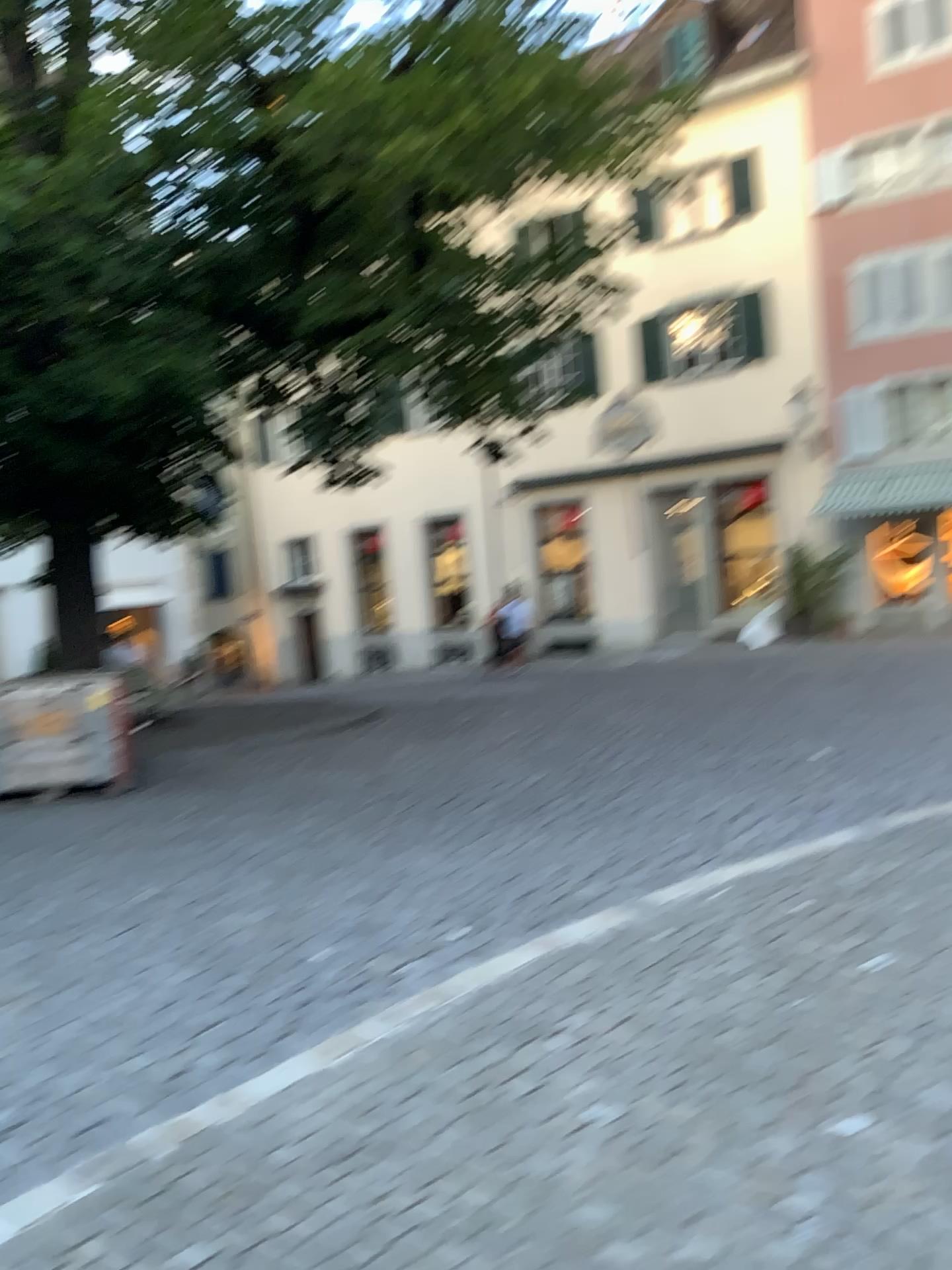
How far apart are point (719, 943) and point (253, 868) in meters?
2.5
